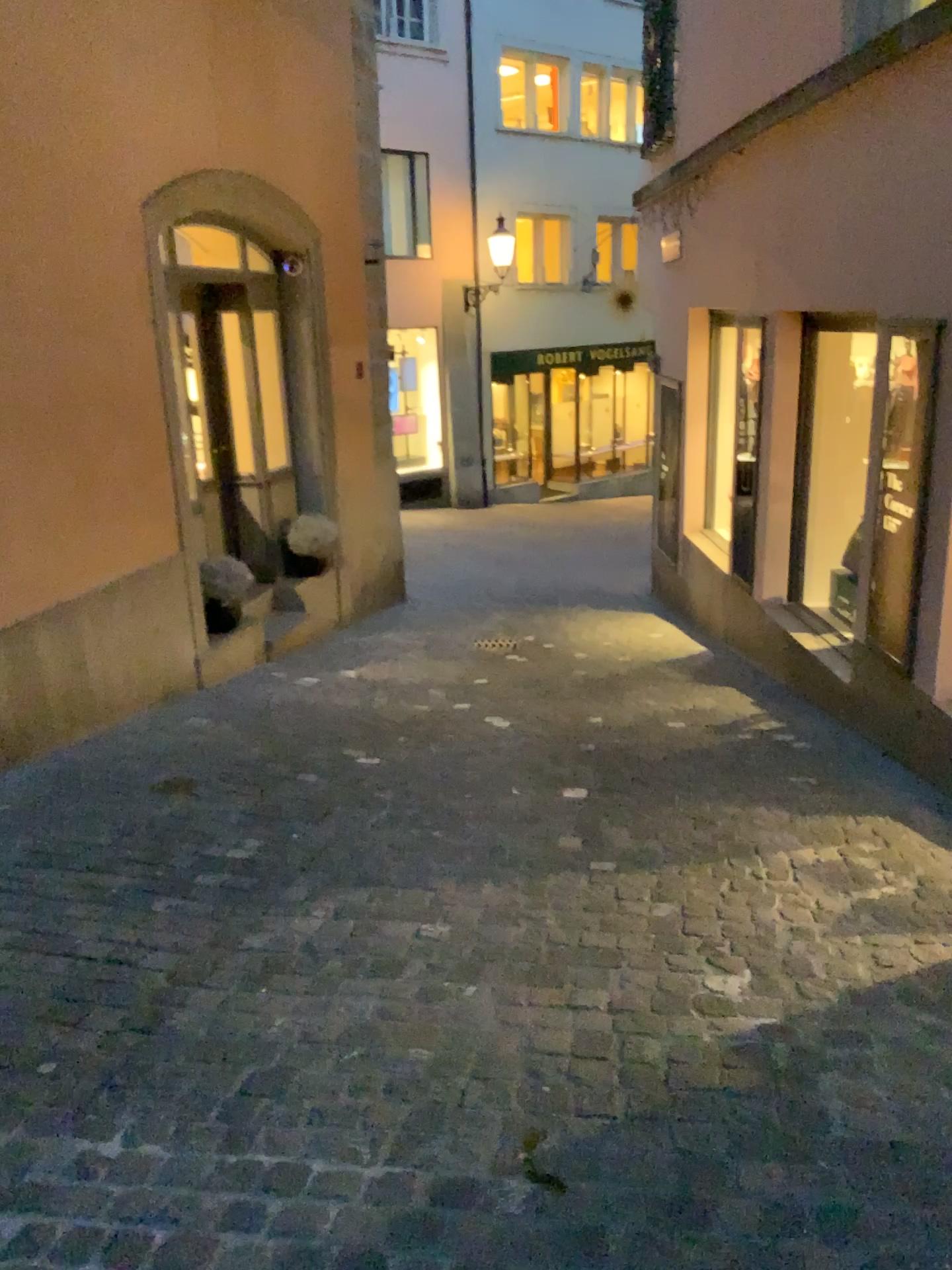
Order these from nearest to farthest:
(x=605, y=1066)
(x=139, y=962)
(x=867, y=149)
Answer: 1. (x=605, y=1066)
2. (x=139, y=962)
3. (x=867, y=149)
